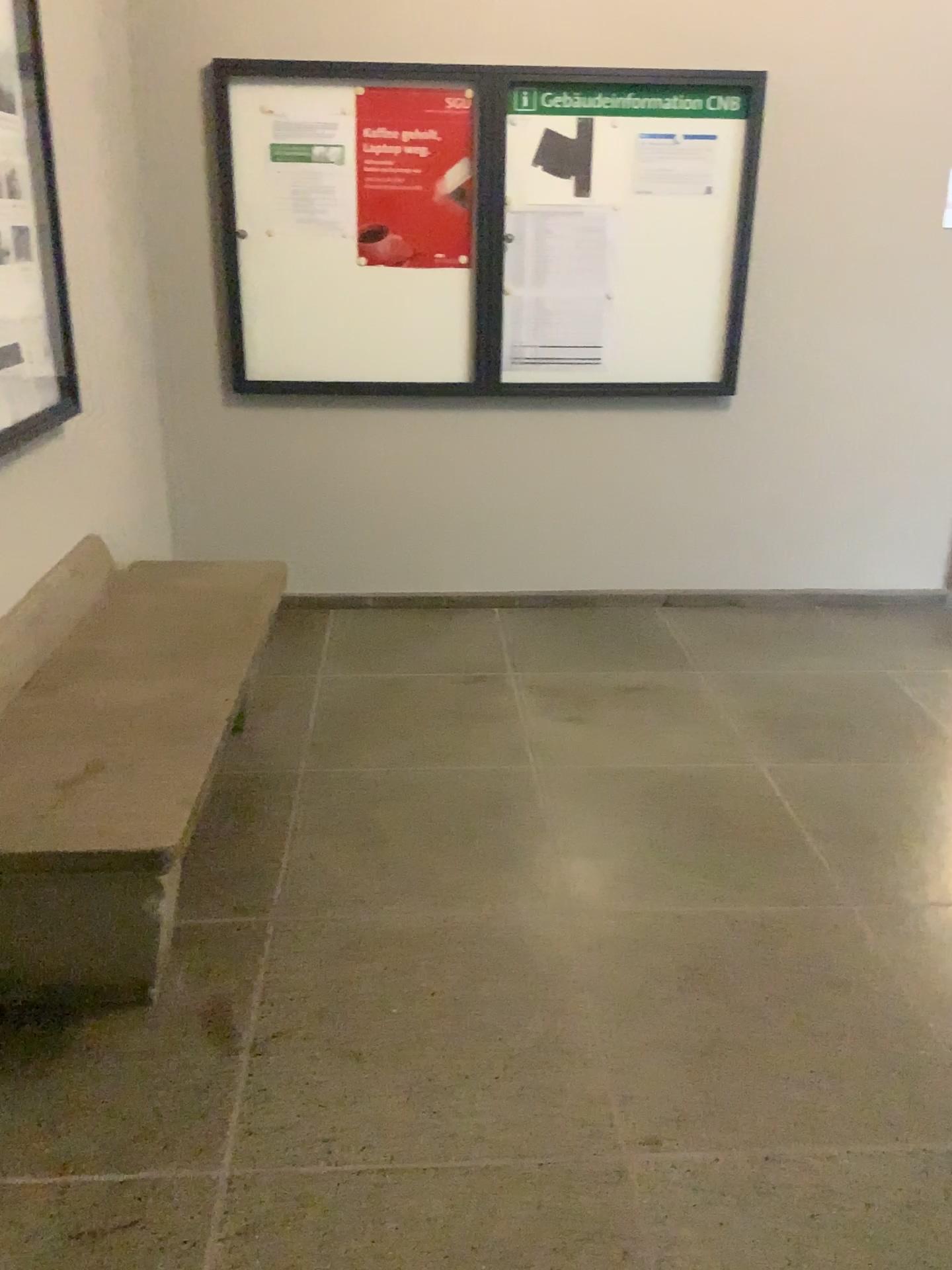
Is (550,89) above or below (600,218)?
above

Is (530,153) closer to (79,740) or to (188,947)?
(79,740)

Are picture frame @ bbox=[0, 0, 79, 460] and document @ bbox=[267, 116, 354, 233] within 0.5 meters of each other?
no

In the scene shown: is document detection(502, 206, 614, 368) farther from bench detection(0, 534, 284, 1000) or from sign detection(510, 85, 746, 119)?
bench detection(0, 534, 284, 1000)

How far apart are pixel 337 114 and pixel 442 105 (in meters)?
0.37

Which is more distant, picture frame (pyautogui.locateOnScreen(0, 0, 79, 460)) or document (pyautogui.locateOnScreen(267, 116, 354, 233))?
document (pyautogui.locateOnScreen(267, 116, 354, 233))

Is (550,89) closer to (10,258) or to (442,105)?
(442,105)

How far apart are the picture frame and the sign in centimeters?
176cm

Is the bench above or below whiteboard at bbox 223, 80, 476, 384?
below

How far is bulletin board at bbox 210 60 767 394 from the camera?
3.7m
